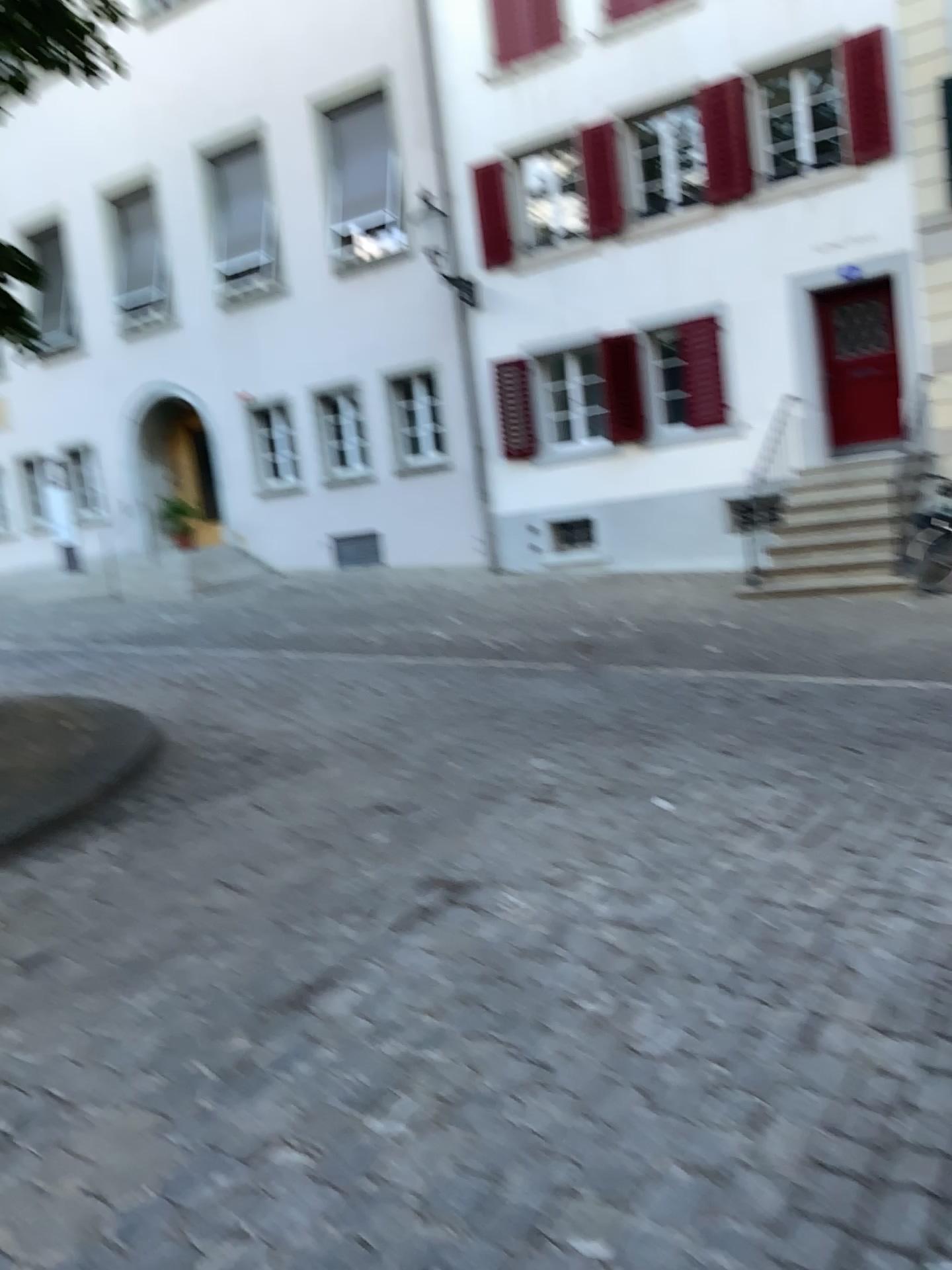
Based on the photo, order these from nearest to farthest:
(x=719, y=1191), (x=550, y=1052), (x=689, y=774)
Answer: (x=719, y=1191), (x=550, y=1052), (x=689, y=774)
